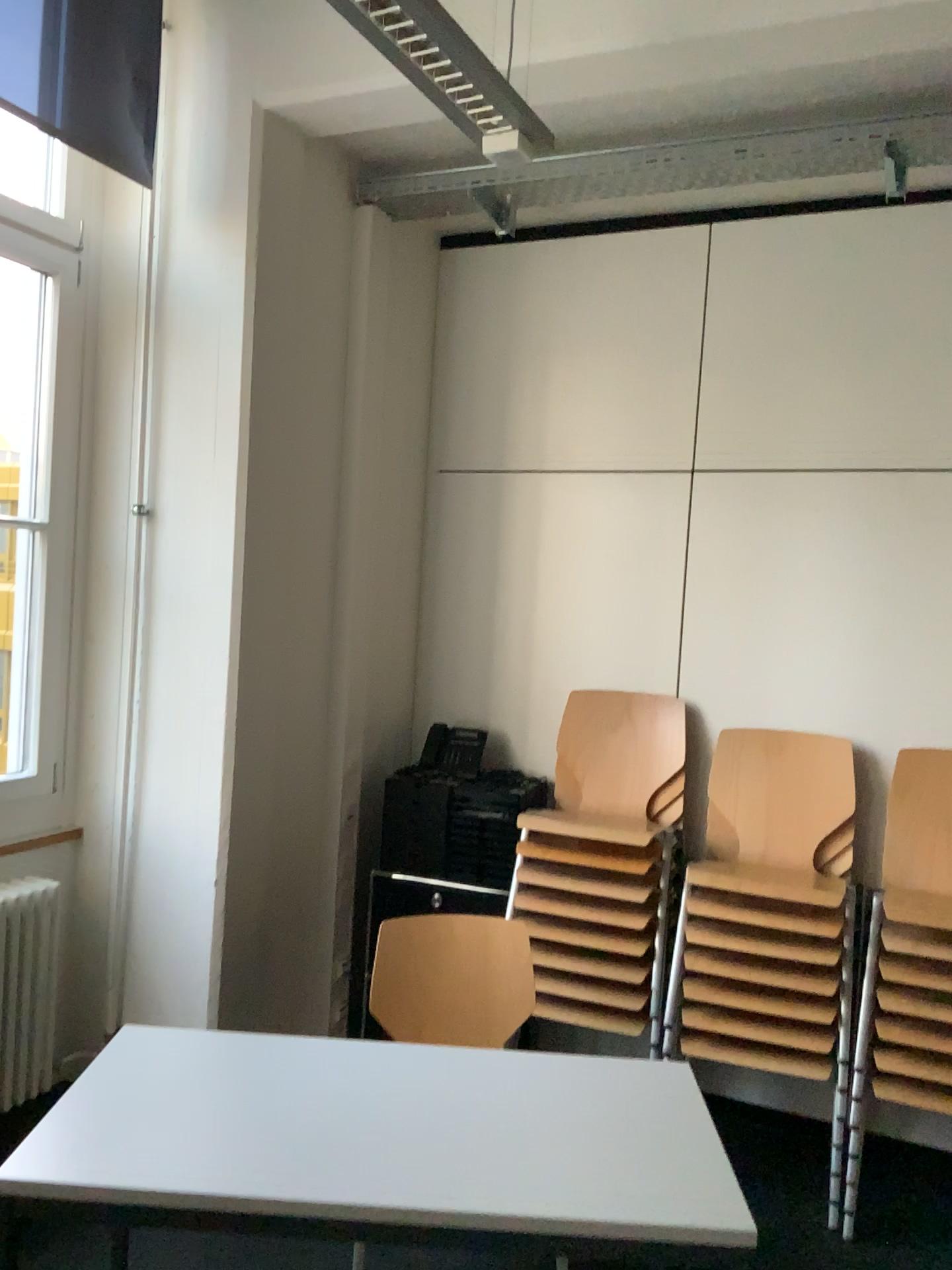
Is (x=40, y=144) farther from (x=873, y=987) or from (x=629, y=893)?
(x=873, y=987)

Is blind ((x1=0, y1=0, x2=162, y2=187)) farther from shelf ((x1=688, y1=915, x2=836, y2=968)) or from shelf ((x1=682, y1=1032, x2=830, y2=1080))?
shelf ((x1=682, y1=1032, x2=830, y2=1080))

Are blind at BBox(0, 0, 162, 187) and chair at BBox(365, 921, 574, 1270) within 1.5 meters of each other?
no

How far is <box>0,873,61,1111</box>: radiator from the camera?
2.83m

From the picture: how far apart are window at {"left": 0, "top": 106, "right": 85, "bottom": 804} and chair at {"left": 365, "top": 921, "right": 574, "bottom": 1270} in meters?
1.1

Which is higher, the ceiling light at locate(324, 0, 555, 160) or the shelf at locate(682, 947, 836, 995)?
the ceiling light at locate(324, 0, 555, 160)

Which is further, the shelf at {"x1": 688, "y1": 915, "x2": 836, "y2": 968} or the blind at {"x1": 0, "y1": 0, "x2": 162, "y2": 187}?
the blind at {"x1": 0, "y1": 0, "x2": 162, "y2": 187}

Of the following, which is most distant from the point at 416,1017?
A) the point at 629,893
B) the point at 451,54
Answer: the point at 451,54

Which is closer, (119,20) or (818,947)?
(818,947)

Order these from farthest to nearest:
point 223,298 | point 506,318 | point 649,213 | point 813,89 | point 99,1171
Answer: point 506,318 < point 649,213 < point 223,298 < point 813,89 < point 99,1171
